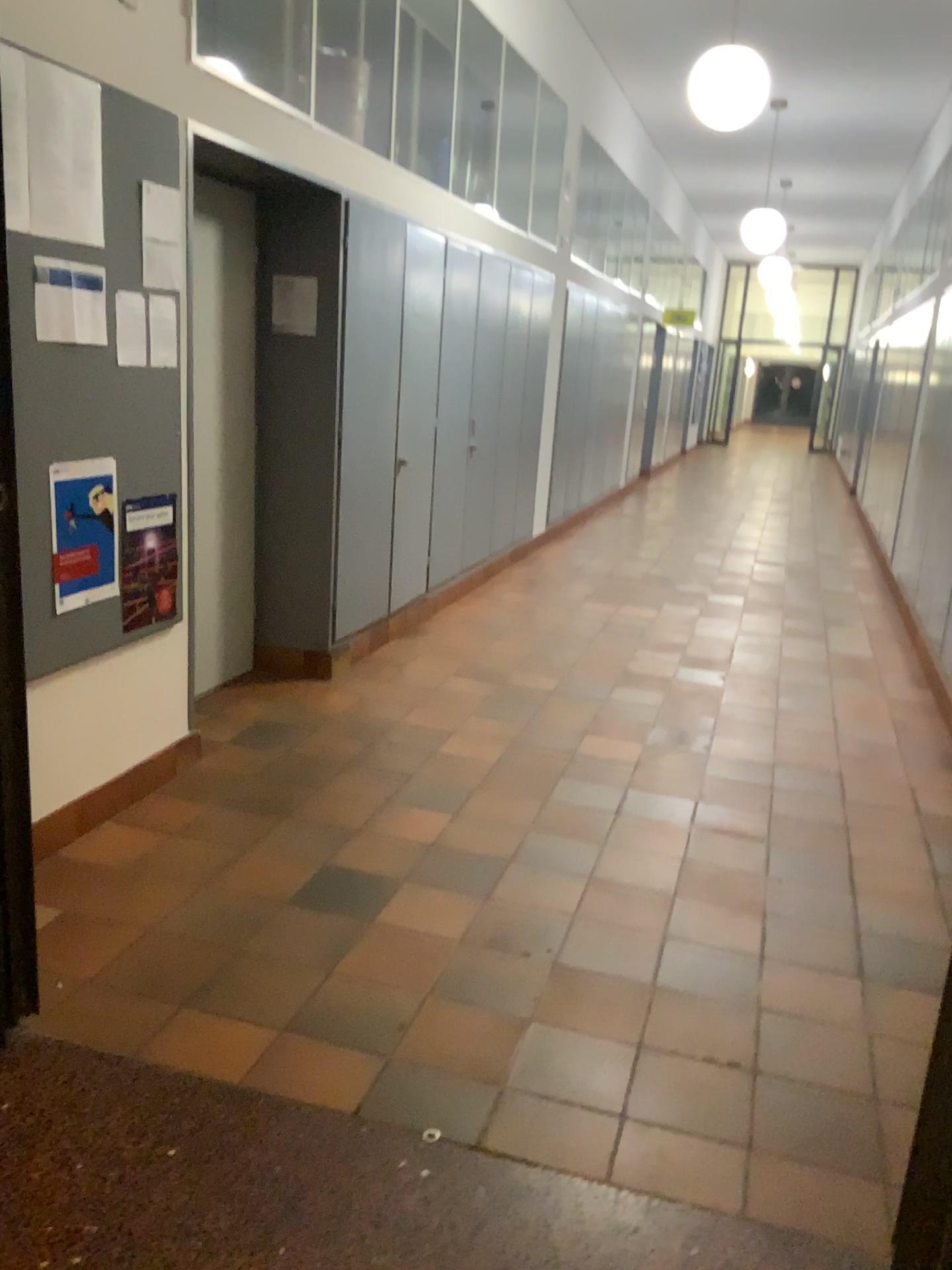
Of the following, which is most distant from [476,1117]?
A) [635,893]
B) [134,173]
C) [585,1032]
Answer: [134,173]

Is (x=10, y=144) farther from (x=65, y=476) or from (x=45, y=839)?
(x=45, y=839)

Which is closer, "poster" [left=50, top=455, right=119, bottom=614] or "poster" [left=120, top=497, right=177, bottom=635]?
"poster" [left=50, top=455, right=119, bottom=614]

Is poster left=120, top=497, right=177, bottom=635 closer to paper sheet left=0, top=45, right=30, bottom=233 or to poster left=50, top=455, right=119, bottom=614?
poster left=50, top=455, right=119, bottom=614

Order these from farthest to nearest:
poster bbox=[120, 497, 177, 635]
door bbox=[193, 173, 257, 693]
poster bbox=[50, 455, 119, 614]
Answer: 1. door bbox=[193, 173, 257, 693]
2. poster bbox=[120, 497, 177, 635]
3. poster bbox=[50, 455, 119, 614]

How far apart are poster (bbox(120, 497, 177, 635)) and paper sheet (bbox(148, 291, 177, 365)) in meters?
0.4 m

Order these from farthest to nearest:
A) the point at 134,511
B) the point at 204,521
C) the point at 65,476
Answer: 1. the point at 204,521
2. the point at 134,511
3. the point at 65,476

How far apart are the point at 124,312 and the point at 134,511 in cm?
59

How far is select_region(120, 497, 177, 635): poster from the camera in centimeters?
323cm

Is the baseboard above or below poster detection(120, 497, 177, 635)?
below
